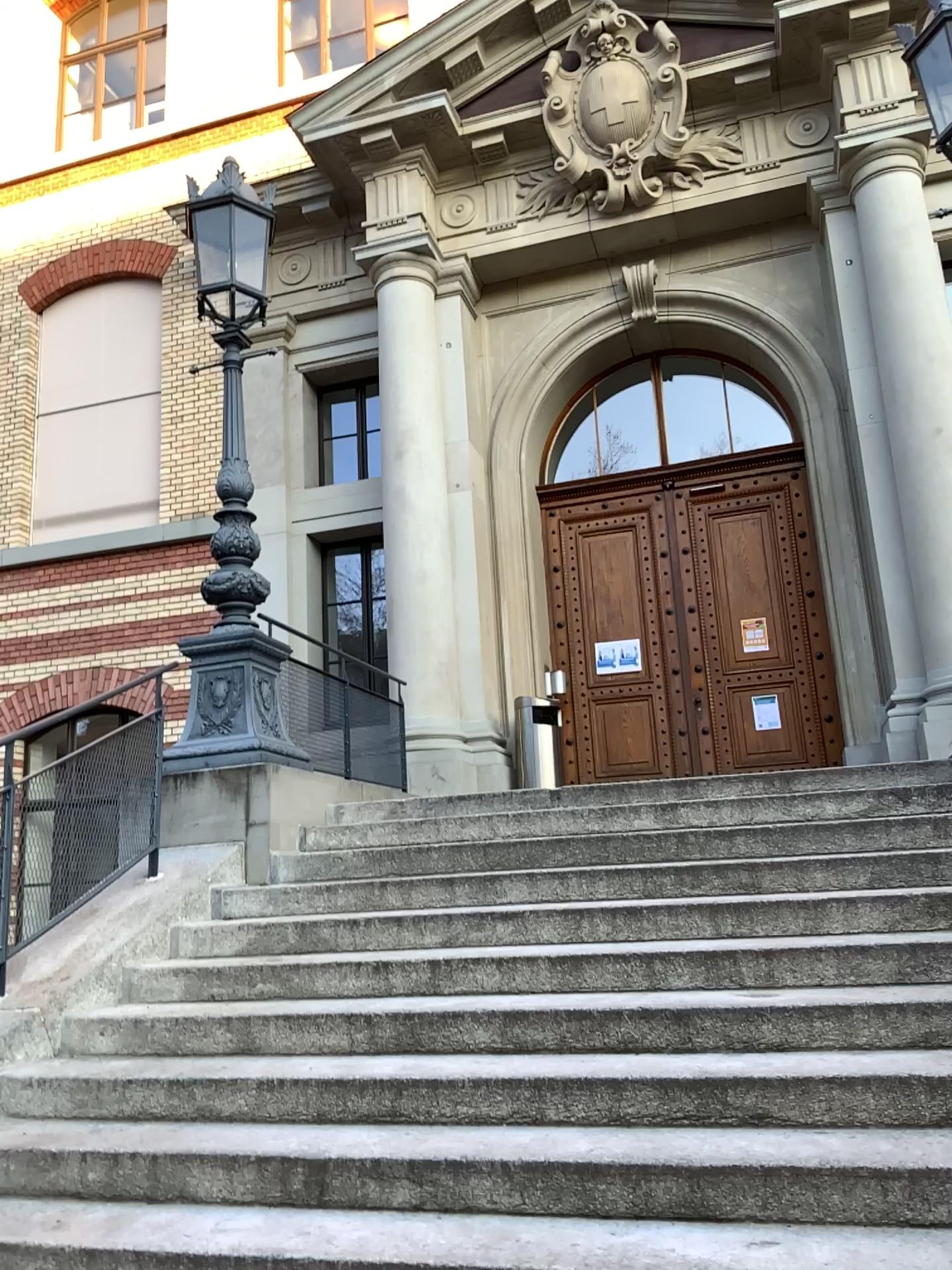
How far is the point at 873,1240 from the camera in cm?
233

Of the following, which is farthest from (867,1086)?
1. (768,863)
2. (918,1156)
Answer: (768,863)

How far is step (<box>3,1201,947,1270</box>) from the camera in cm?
233

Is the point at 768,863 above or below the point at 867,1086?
above

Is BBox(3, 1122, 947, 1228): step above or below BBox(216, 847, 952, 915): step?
below

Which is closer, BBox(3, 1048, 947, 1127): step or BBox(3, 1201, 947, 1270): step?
BBox(3, 1201, 947, 1270): step

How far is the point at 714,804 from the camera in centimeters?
494cm

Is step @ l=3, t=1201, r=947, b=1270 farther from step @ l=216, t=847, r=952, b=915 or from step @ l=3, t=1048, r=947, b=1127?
step @ l=216, t=847, r=952, b=915

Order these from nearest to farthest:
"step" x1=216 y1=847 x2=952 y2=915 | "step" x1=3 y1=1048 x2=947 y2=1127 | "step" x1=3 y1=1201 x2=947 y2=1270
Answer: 1. "step" x1=3 y1=1201 x2=947 y2=1270
2. "step" x1=3 y1=1048 x2=947 y2=1127
3. "step" x1=216 y1=847 x2=952 y2=915

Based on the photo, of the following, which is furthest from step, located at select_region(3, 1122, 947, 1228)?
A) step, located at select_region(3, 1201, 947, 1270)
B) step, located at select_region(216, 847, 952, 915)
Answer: step, located at select_region(216, 847, 952, 915)
